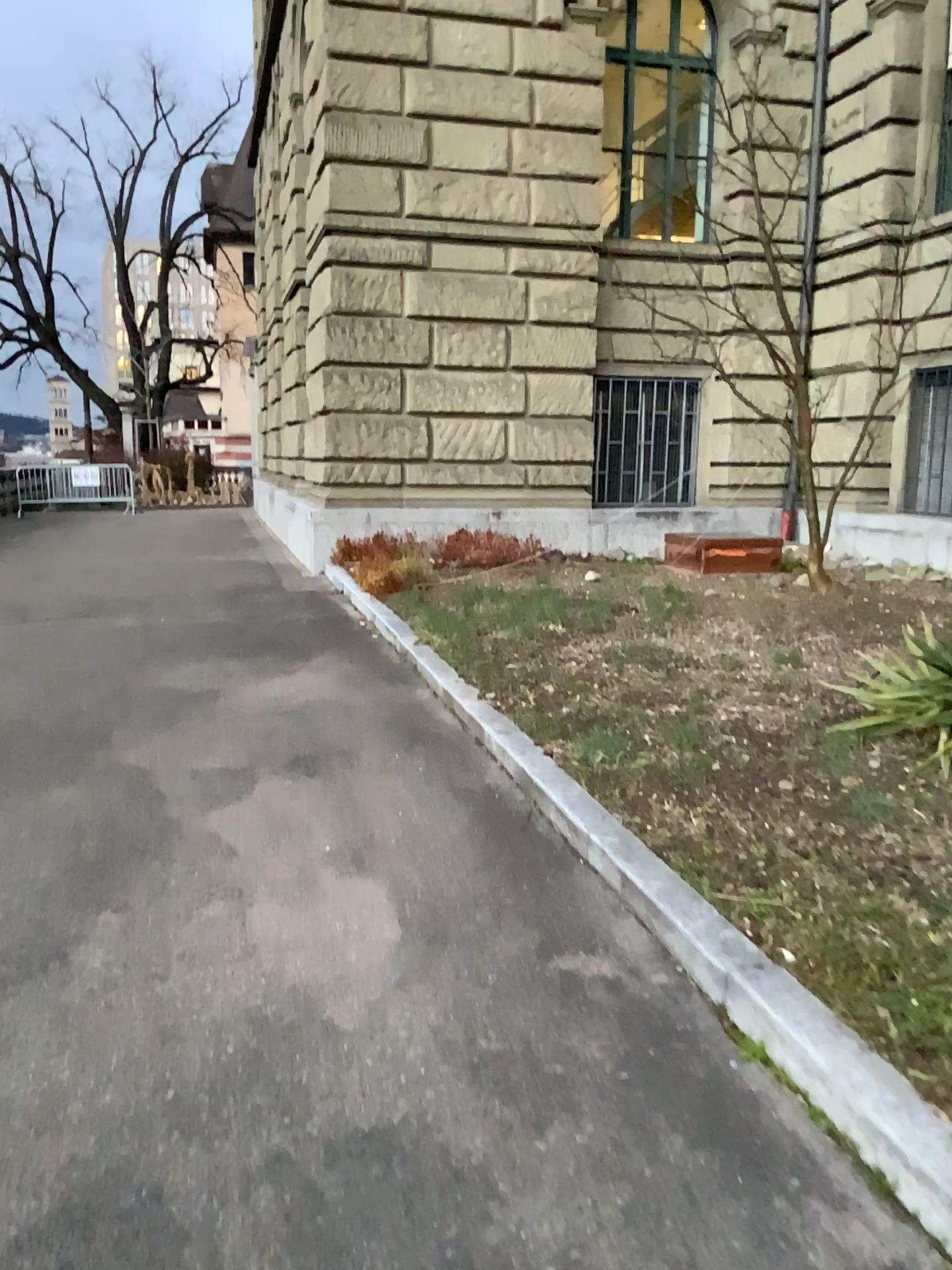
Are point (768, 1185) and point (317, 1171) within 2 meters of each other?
yes
